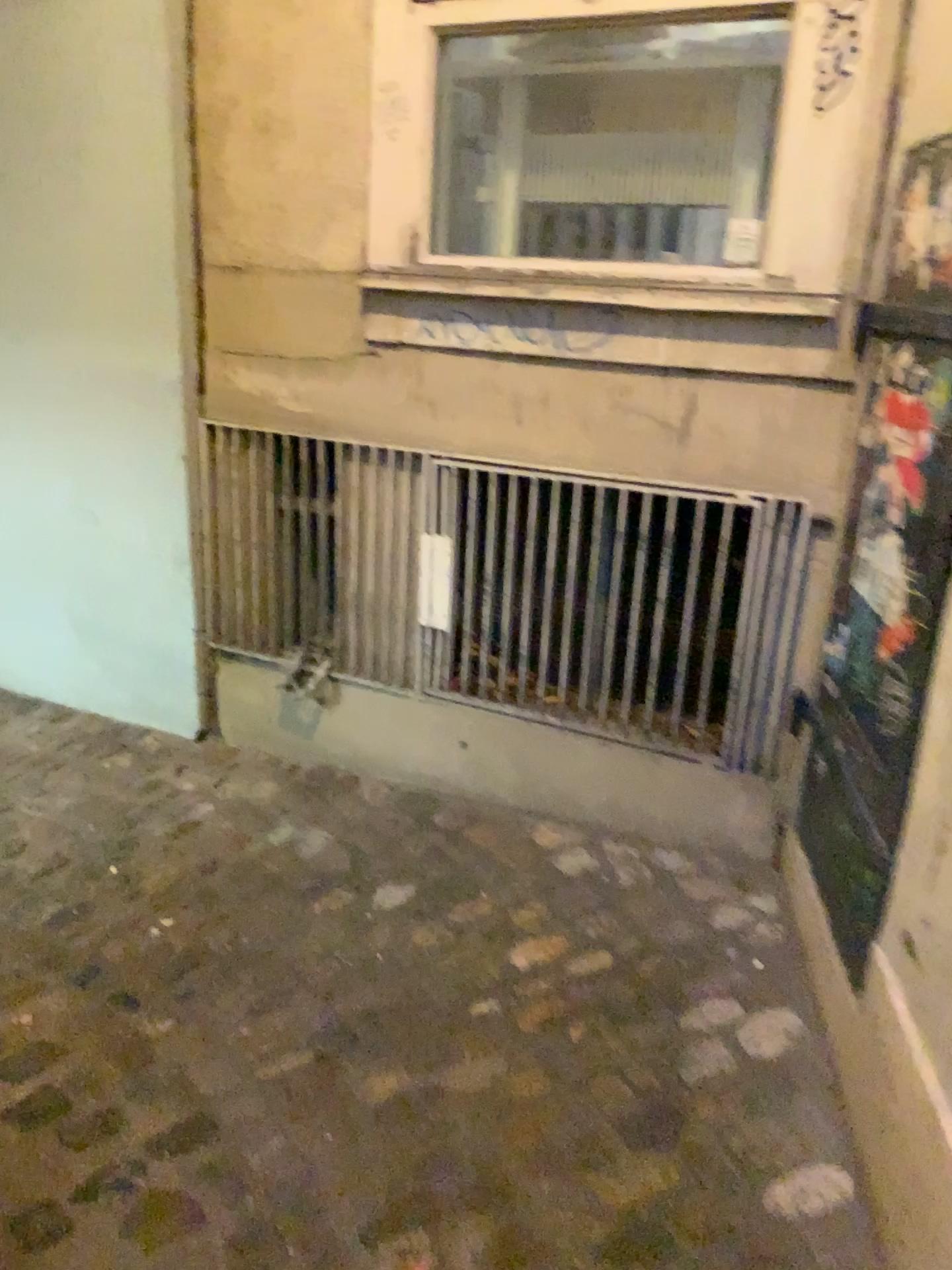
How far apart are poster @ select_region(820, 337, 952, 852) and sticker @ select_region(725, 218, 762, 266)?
0.47m

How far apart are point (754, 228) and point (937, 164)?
0.6m

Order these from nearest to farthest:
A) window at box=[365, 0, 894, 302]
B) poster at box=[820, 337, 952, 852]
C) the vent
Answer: poster at box=[820, 337, 952, 852] → window at box=[365, 0, 894, 302] → the vent

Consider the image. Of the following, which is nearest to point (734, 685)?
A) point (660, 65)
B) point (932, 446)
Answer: point (932, 446)

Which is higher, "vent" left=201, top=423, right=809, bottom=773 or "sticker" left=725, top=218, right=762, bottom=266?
"sticker" left=725, top=218, right=762, bottom=266

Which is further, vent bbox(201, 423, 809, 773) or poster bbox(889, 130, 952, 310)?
vent bbox(201, 423, 809, 773)

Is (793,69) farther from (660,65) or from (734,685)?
(734,685)

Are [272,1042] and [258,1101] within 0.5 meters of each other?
yes

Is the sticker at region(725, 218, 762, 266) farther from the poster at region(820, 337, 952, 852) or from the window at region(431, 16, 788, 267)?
the poster at region(820, 337, 952, 852)

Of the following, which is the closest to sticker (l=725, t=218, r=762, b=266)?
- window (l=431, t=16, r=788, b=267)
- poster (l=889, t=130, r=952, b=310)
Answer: window (l=431, t=16, r=788, b=267)
